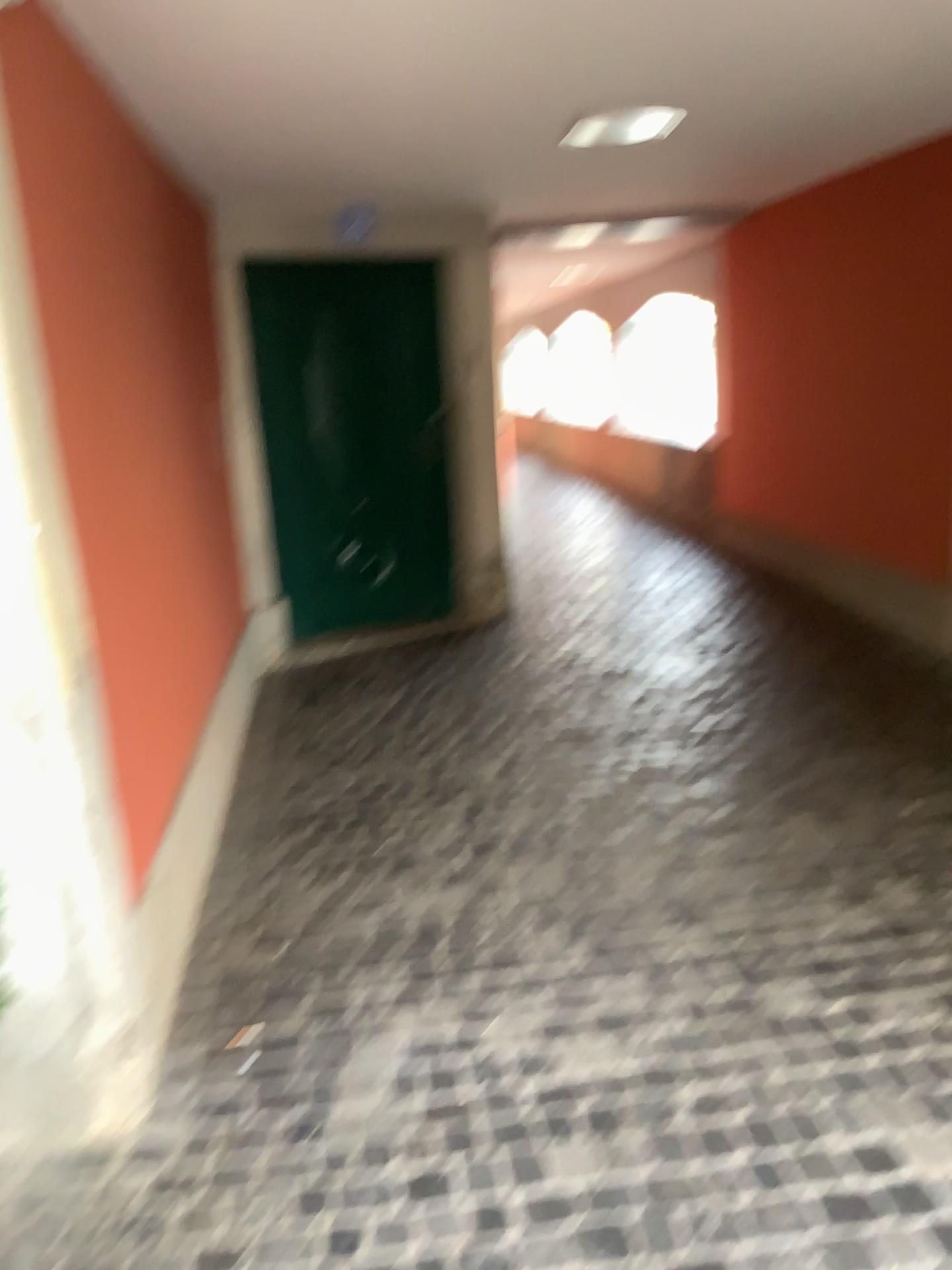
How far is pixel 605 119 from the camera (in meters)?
3.47

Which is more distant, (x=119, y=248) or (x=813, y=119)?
(x=813, y=119)

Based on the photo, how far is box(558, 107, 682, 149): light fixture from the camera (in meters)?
3.47
